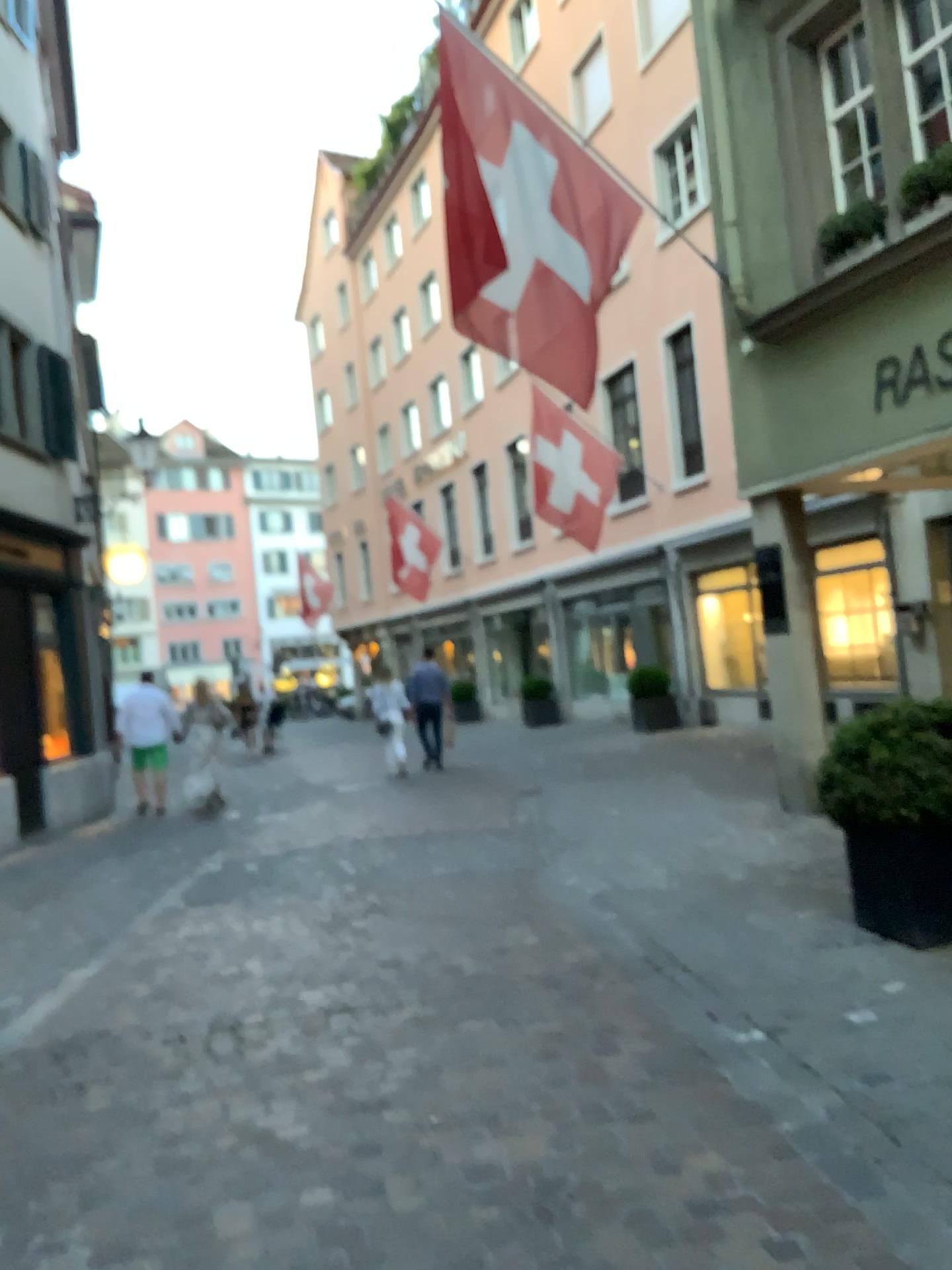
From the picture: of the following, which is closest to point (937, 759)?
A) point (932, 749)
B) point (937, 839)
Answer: point (932, 749)

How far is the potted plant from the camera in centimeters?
437cm

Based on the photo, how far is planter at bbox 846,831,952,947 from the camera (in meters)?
4.39

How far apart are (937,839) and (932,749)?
0.4 meters

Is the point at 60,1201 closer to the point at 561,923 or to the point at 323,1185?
the point at 323,1185

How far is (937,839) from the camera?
4.39m
